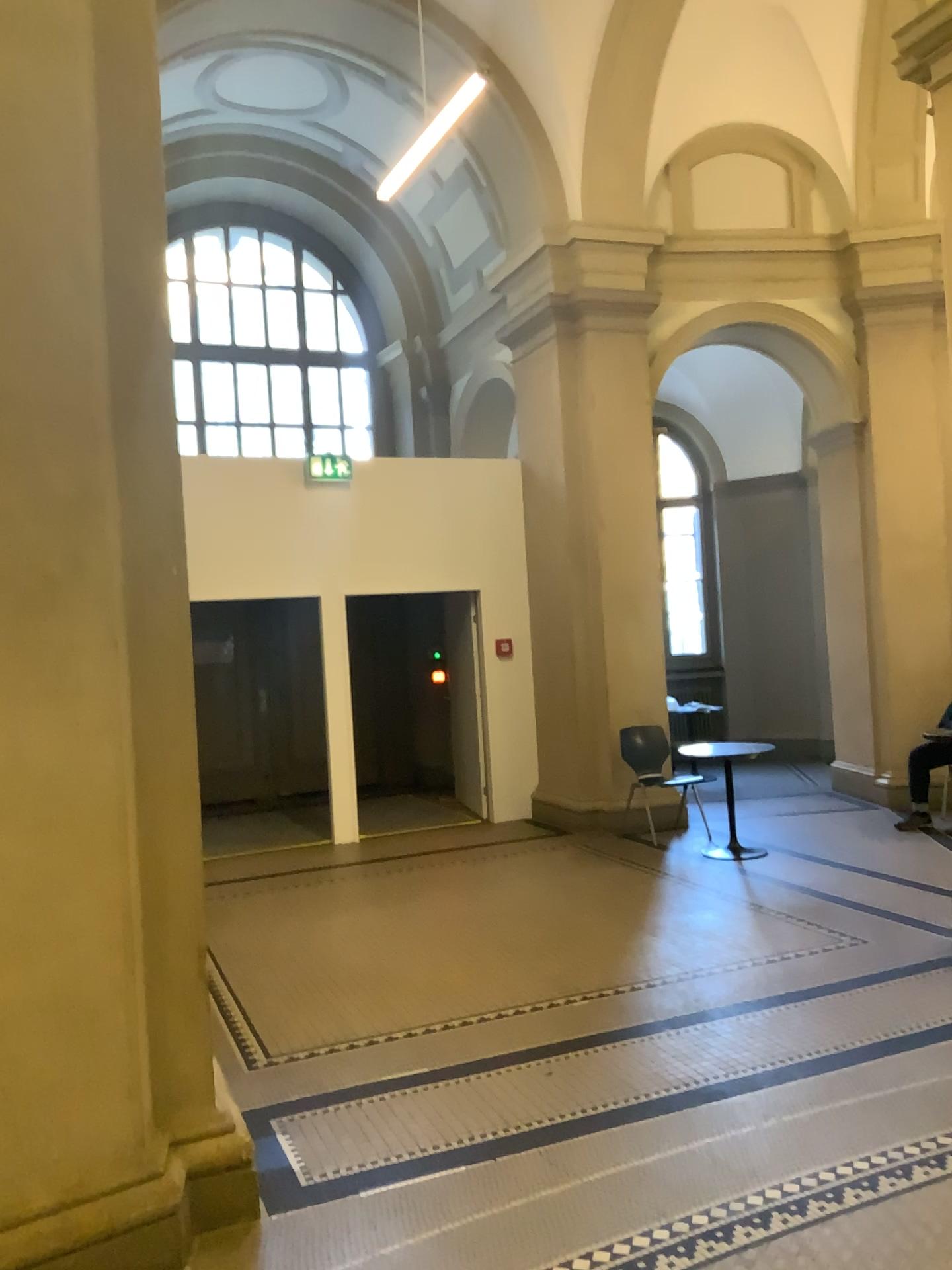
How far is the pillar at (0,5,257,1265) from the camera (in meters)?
2.62

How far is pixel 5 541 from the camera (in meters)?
2.62

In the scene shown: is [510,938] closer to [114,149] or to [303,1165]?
A: [303,1165]
